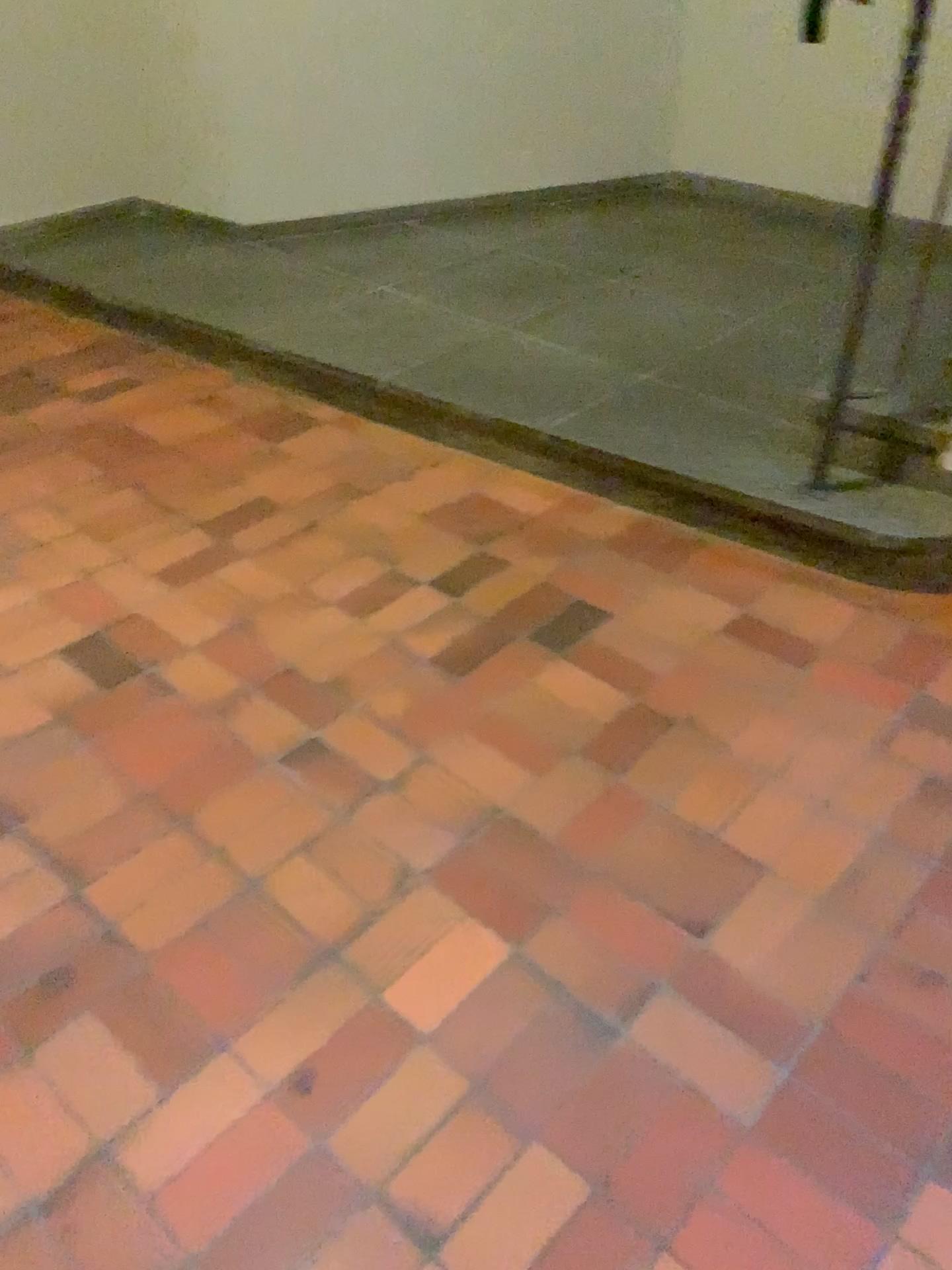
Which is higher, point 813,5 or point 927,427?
point 813,5

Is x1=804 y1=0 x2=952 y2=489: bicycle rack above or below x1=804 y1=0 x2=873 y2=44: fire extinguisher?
below

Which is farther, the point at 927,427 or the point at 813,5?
the point at 813,5

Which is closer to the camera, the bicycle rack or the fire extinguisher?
the bicycle rack

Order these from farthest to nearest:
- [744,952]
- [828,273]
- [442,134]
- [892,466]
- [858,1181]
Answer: [442,134], [828,273], [892,466], [744,952], [858,1181]
